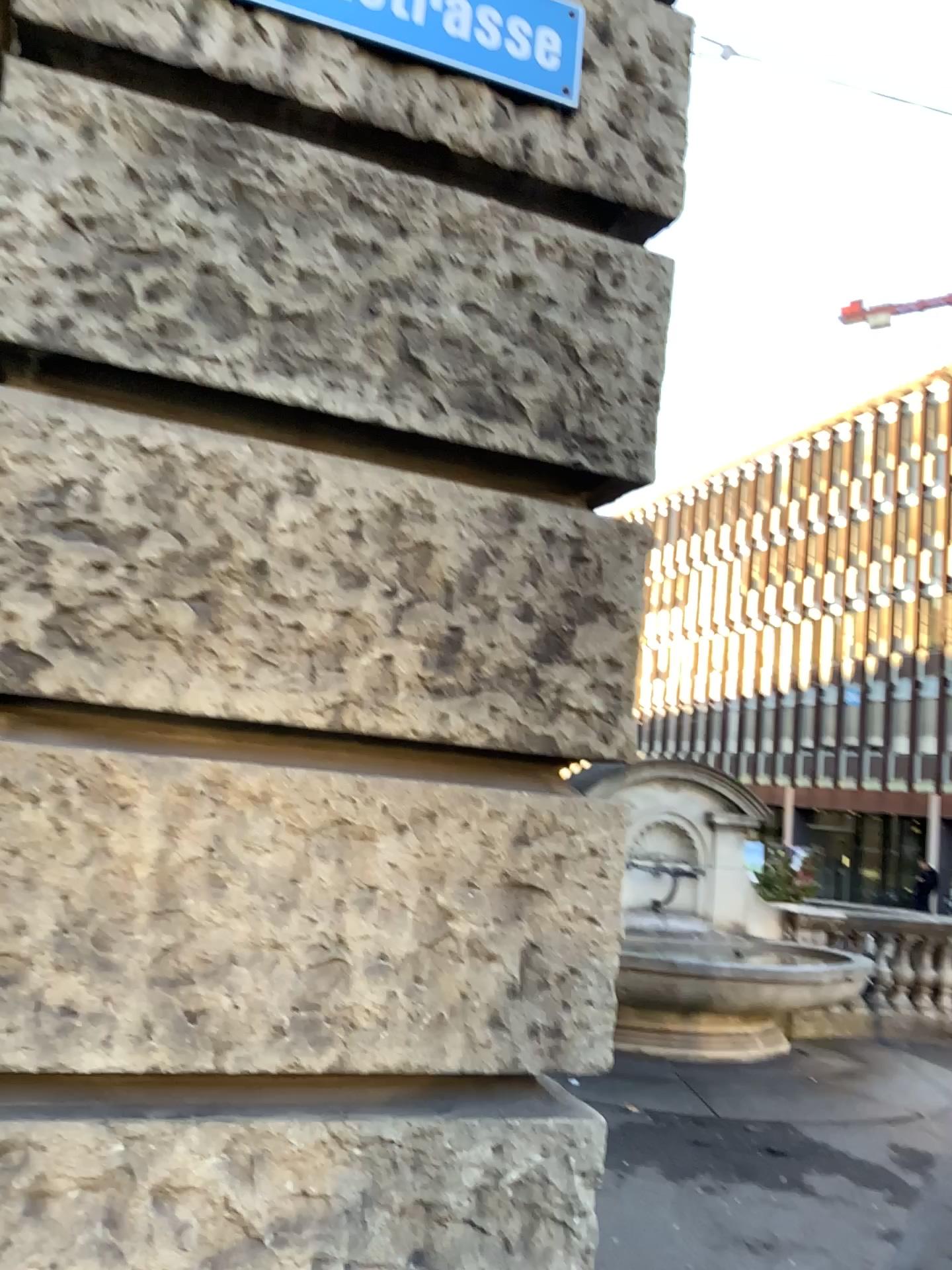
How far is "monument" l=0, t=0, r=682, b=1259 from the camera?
1.5 meters

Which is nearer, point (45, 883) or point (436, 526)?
point (45, 883)

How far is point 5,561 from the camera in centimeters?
151cm
